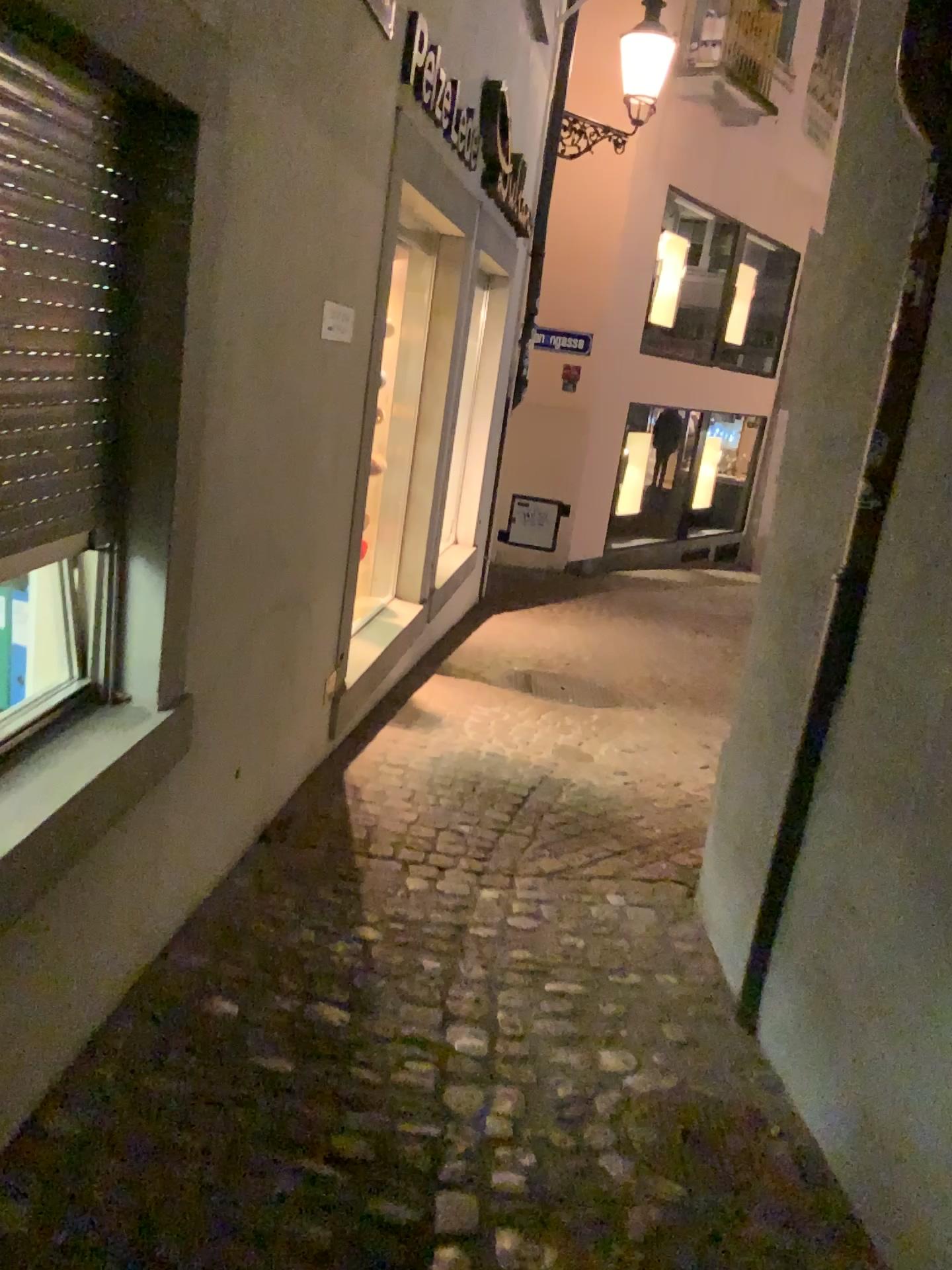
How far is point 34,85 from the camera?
1.6m

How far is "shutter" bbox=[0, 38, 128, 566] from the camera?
1.6m

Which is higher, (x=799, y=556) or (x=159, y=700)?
(x=799, y=556)
